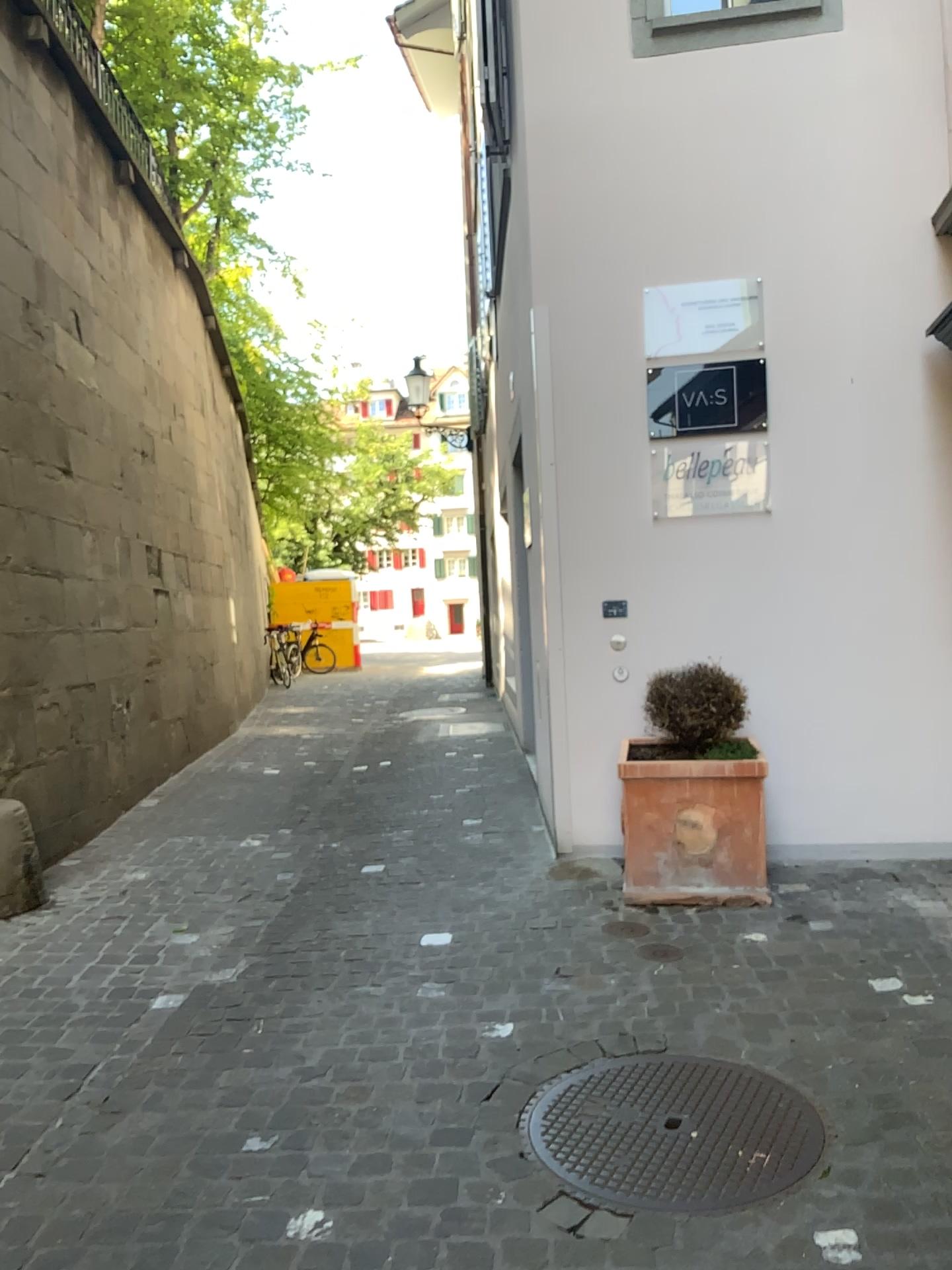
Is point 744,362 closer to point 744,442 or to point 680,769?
point 744,442

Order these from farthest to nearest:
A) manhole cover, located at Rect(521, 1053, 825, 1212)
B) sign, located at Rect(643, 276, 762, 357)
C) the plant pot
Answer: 1. sign, located at Rect(643, 276, 762, 357)
2. the plant pot
3. manhole cover, located at Rect(521, 1053, 825, 1212)

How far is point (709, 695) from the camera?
4.1 meters

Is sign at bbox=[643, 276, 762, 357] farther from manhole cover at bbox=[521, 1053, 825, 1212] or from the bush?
manhole cover at bbox=[521, 1053, 825, 1212]

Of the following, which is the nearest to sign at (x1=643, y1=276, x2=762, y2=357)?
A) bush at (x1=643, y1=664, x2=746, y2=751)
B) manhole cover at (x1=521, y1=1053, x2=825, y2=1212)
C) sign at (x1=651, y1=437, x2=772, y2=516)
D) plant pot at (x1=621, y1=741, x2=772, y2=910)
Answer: sign at (x1=651, y1=437, x2=772, y2=516)

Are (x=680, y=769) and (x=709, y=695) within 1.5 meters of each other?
yes

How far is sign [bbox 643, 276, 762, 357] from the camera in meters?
4.6 m

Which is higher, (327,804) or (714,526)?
(714,526)

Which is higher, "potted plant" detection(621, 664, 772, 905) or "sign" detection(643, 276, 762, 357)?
"sign" detection(643, 276, 762, 357)

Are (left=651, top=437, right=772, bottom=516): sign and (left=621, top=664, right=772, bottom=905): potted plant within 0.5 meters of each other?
no
